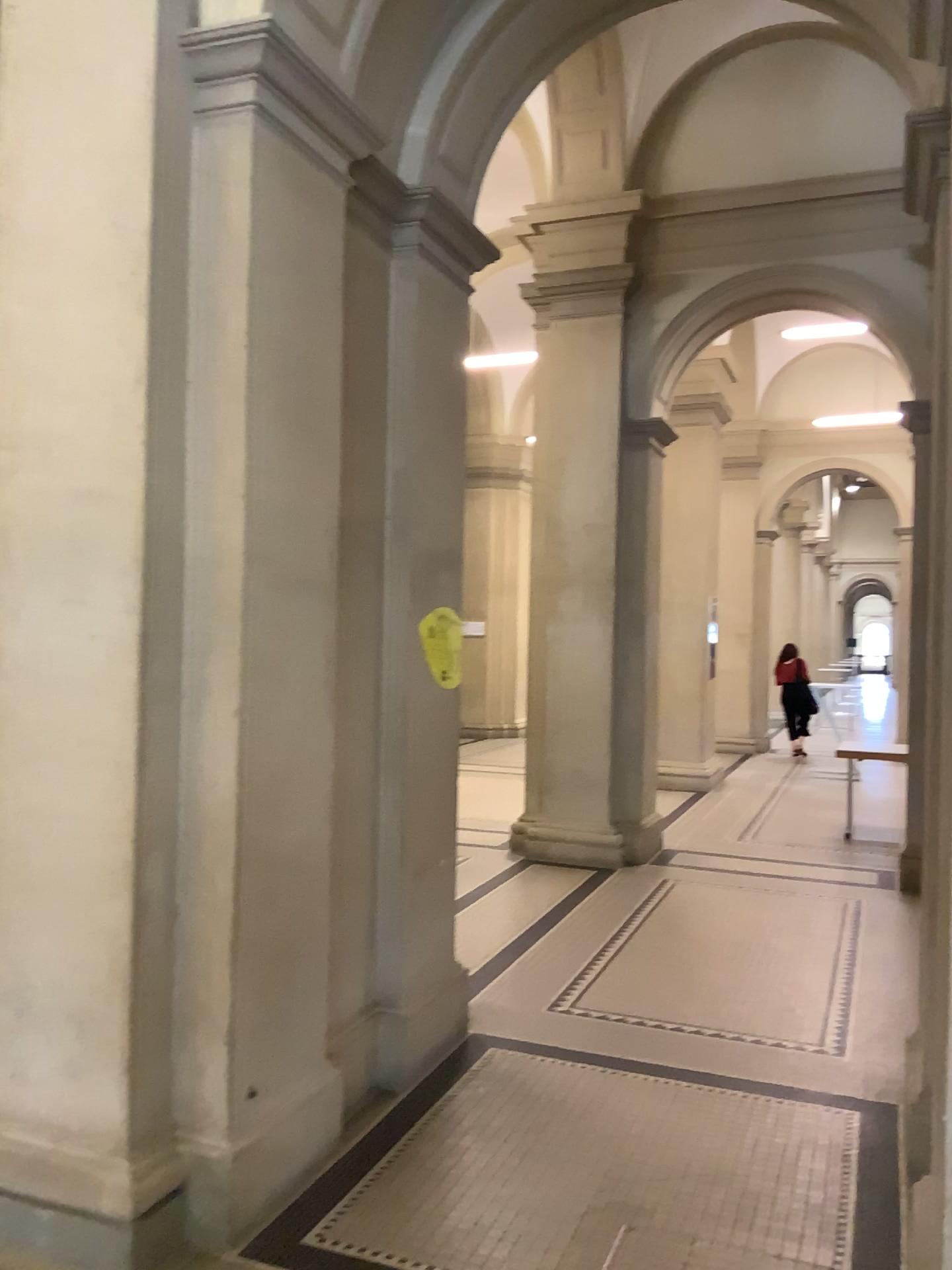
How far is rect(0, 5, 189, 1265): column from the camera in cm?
273

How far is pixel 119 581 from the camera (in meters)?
2.73

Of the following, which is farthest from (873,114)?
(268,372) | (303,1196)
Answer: (303,1196)
